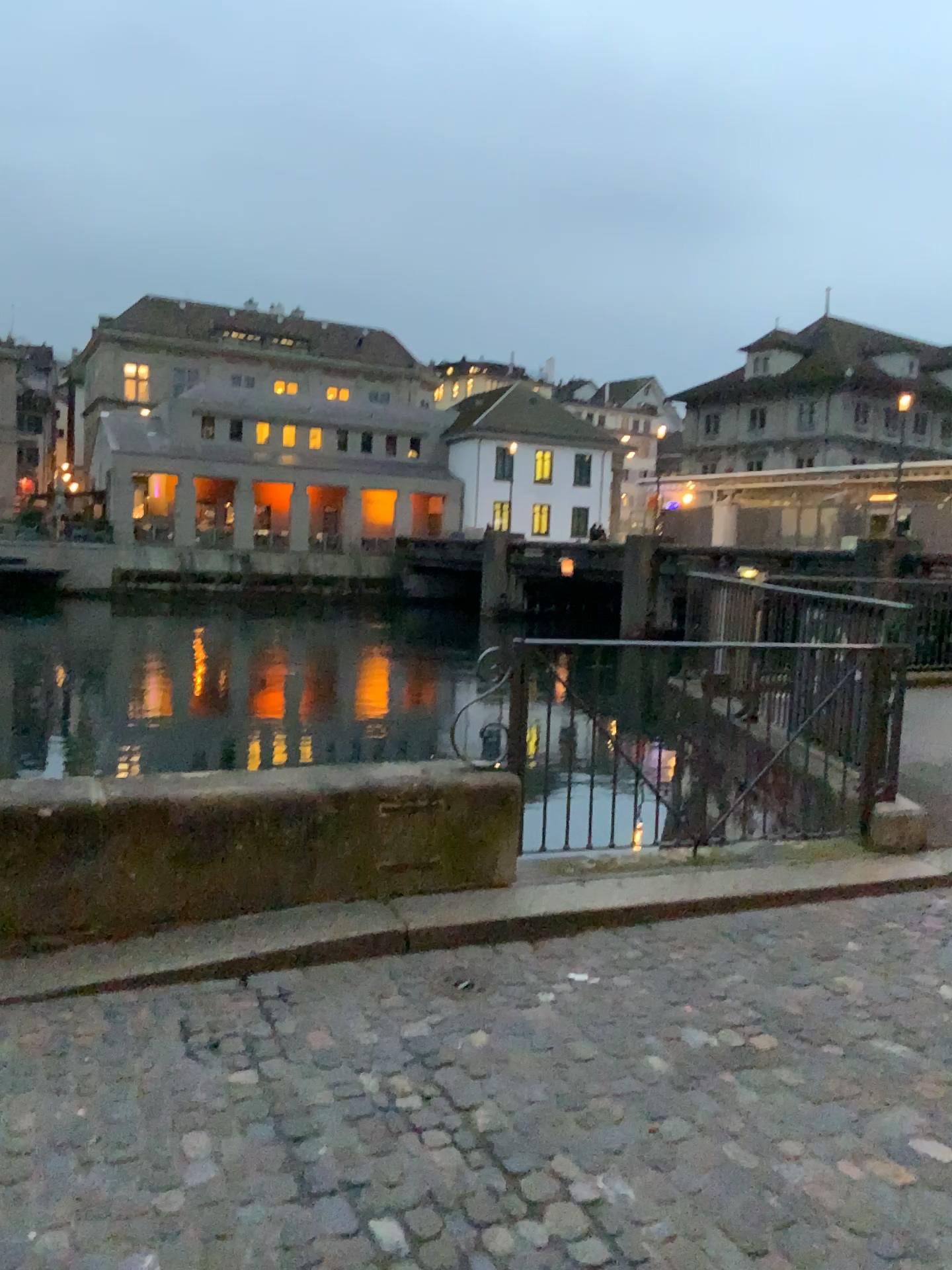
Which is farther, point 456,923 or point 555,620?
point 555,620
